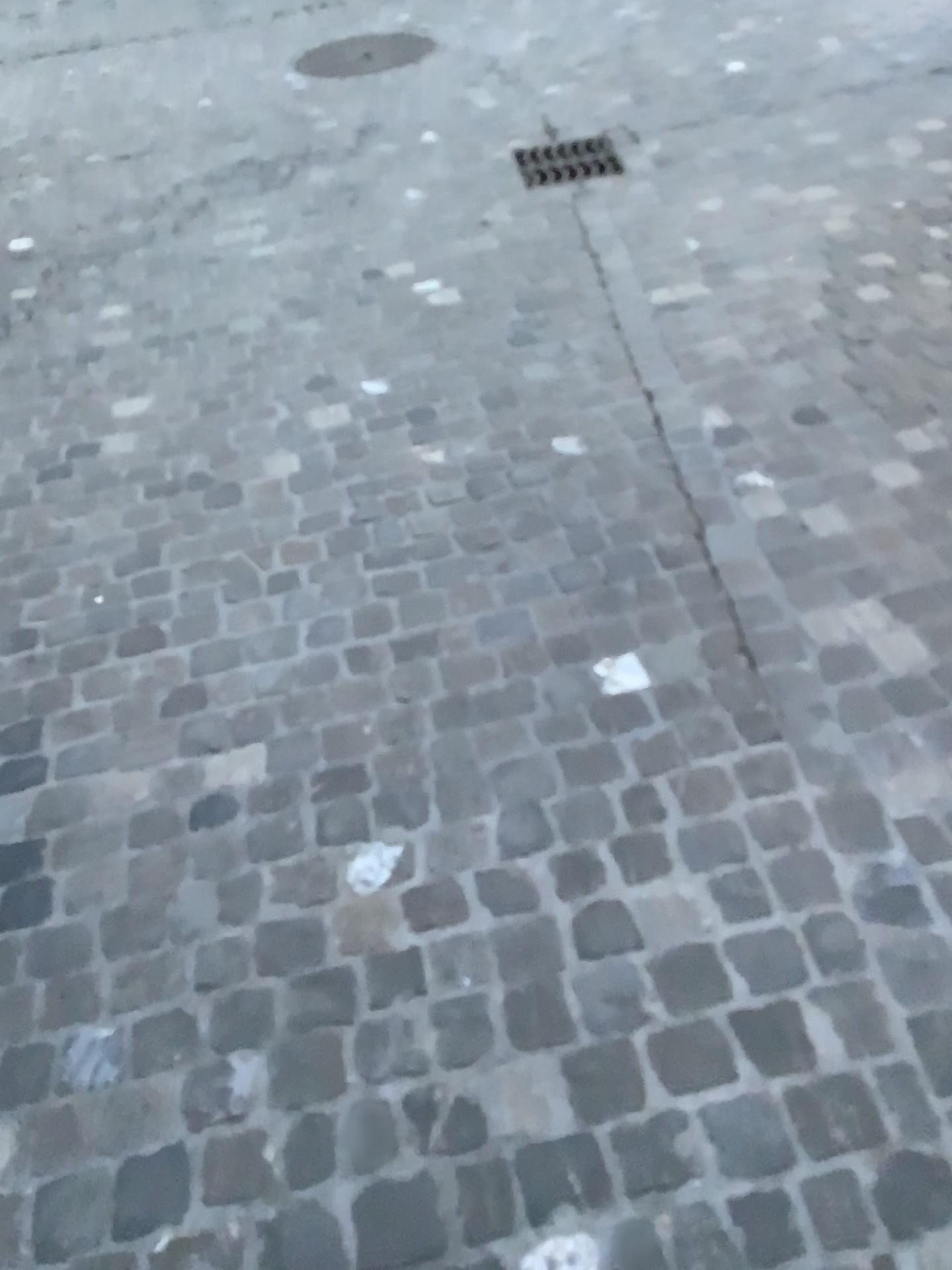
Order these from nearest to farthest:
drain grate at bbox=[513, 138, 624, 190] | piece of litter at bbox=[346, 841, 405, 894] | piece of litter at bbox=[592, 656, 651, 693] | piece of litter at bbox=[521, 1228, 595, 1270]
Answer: piece of litter at bbox=[521, 1228, 595, 1270], piece of litter at bbox=[346, 841, 405, 894], piece of litter at bbox=[592, 656, 651, 693], drain grate at bbox=[513, 138, 624, 190]

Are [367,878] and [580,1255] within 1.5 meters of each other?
yes

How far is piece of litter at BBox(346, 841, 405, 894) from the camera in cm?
157

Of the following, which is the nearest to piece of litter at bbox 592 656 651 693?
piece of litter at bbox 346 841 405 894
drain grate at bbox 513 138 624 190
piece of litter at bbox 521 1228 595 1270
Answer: piece of litter at bbox 346 841 405 894

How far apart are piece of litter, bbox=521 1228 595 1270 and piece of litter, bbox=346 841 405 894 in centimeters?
56cm

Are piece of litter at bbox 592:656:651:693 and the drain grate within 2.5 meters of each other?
no

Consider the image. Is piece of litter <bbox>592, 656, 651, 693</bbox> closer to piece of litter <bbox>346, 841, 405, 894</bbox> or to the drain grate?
piece of litter <bbox>346, 841, 405, 894</bbox>

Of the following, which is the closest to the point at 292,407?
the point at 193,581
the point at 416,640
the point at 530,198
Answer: the point at 193,581

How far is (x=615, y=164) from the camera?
4.0m

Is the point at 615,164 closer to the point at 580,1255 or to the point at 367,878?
the point at 367,878
